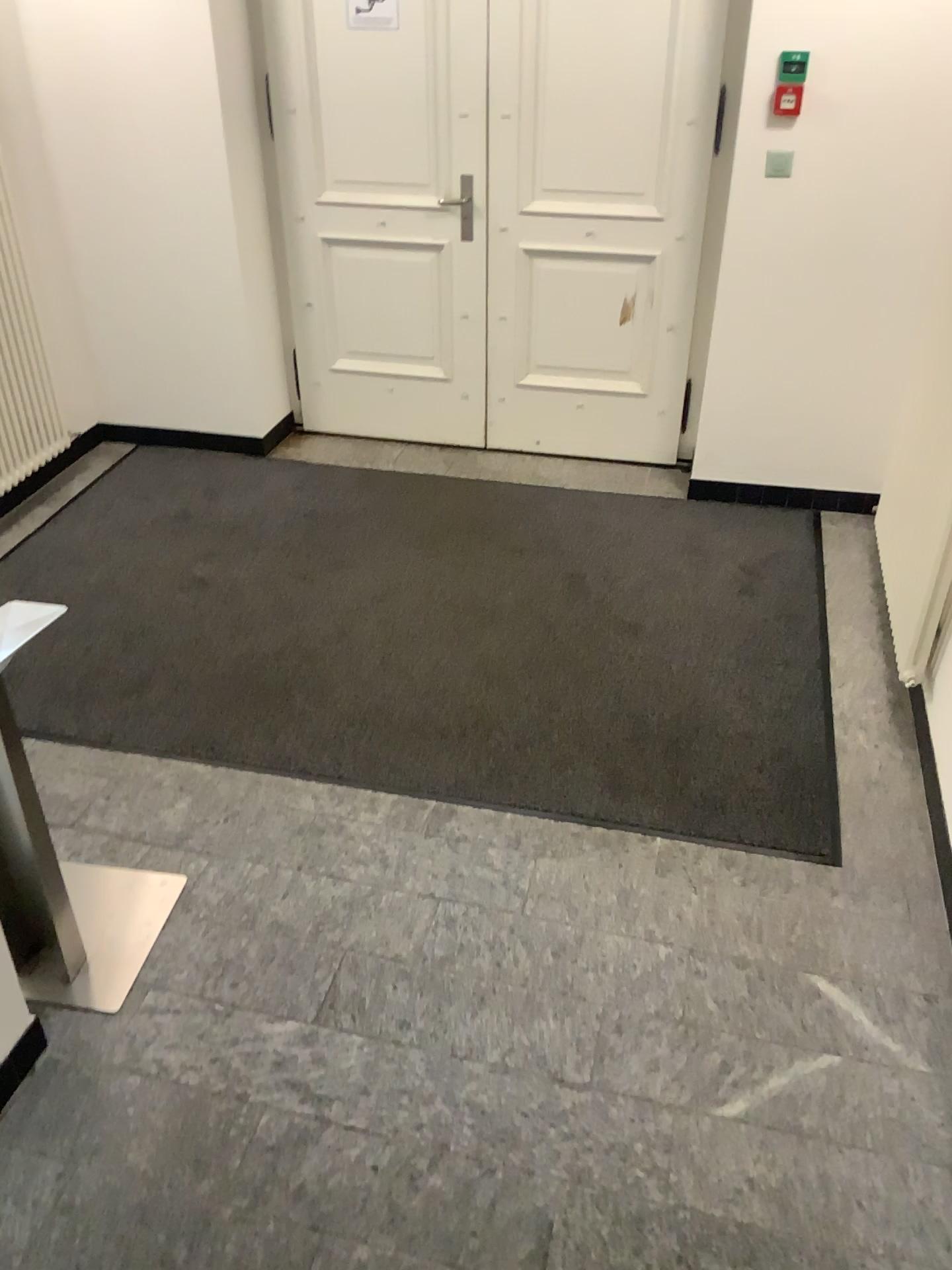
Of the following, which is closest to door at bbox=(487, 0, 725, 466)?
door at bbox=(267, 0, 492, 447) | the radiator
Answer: door at bbox=(267, 0, 492, 447)

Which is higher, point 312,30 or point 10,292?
point 312,30

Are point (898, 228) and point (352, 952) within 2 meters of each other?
no

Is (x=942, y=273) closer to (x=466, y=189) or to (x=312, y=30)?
(x=466, y=189)

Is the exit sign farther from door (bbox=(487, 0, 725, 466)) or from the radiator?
the radiator

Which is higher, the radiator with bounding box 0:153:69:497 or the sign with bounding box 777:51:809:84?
the sign with bounding box 777:51:809:84

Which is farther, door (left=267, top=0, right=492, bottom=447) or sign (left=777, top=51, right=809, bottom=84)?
door (left=267, top=0, right=492, bottom=447)

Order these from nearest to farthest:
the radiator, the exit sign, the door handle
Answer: the exit sign < the radiator < the door handle

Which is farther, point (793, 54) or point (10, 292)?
point (10, 292)

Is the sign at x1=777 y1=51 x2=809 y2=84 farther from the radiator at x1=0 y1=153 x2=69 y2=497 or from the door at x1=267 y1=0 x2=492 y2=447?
the radiator at x1=0 y1=153 x2=69 y2=497
